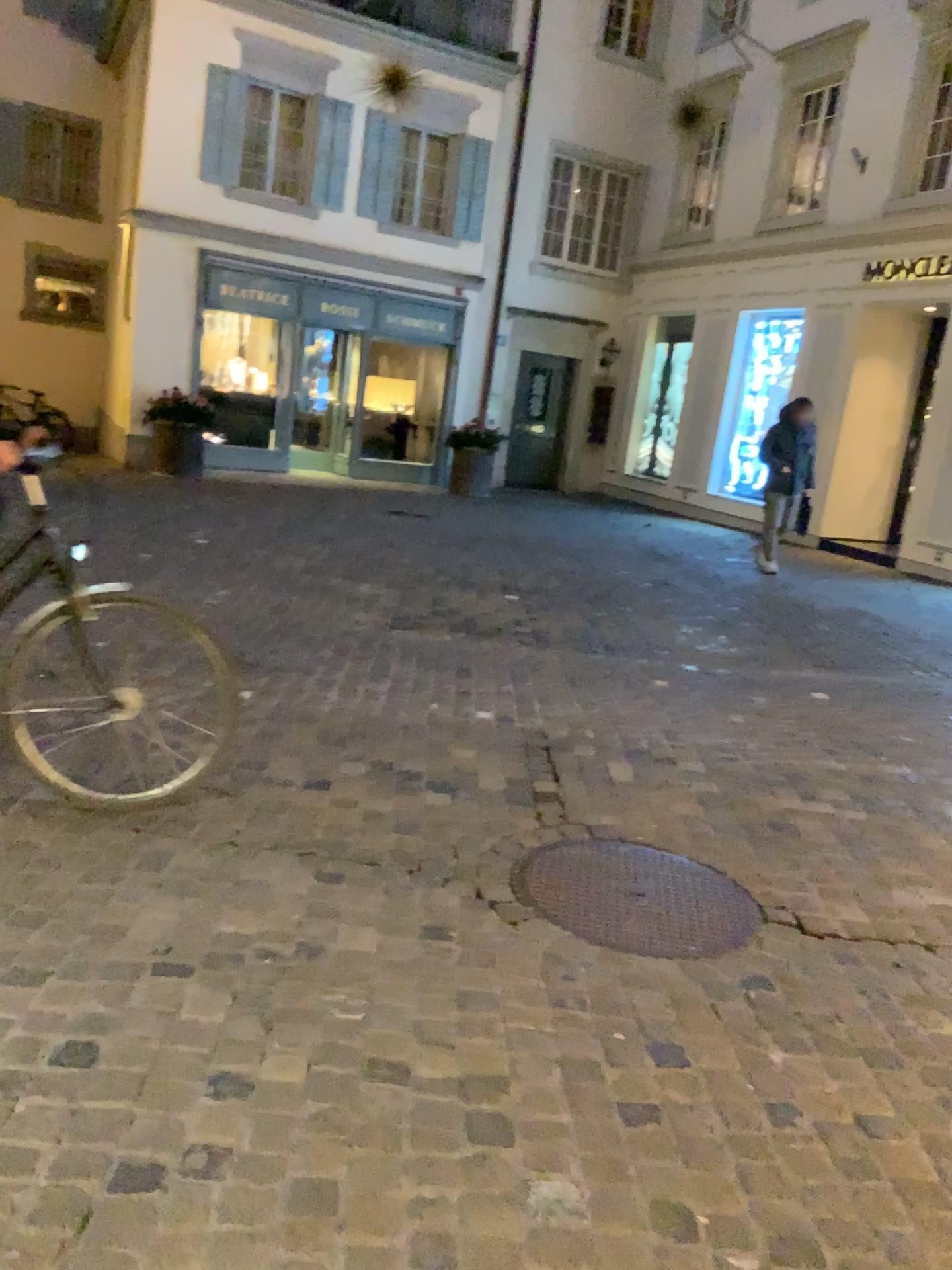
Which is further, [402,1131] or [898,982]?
[898,982]
